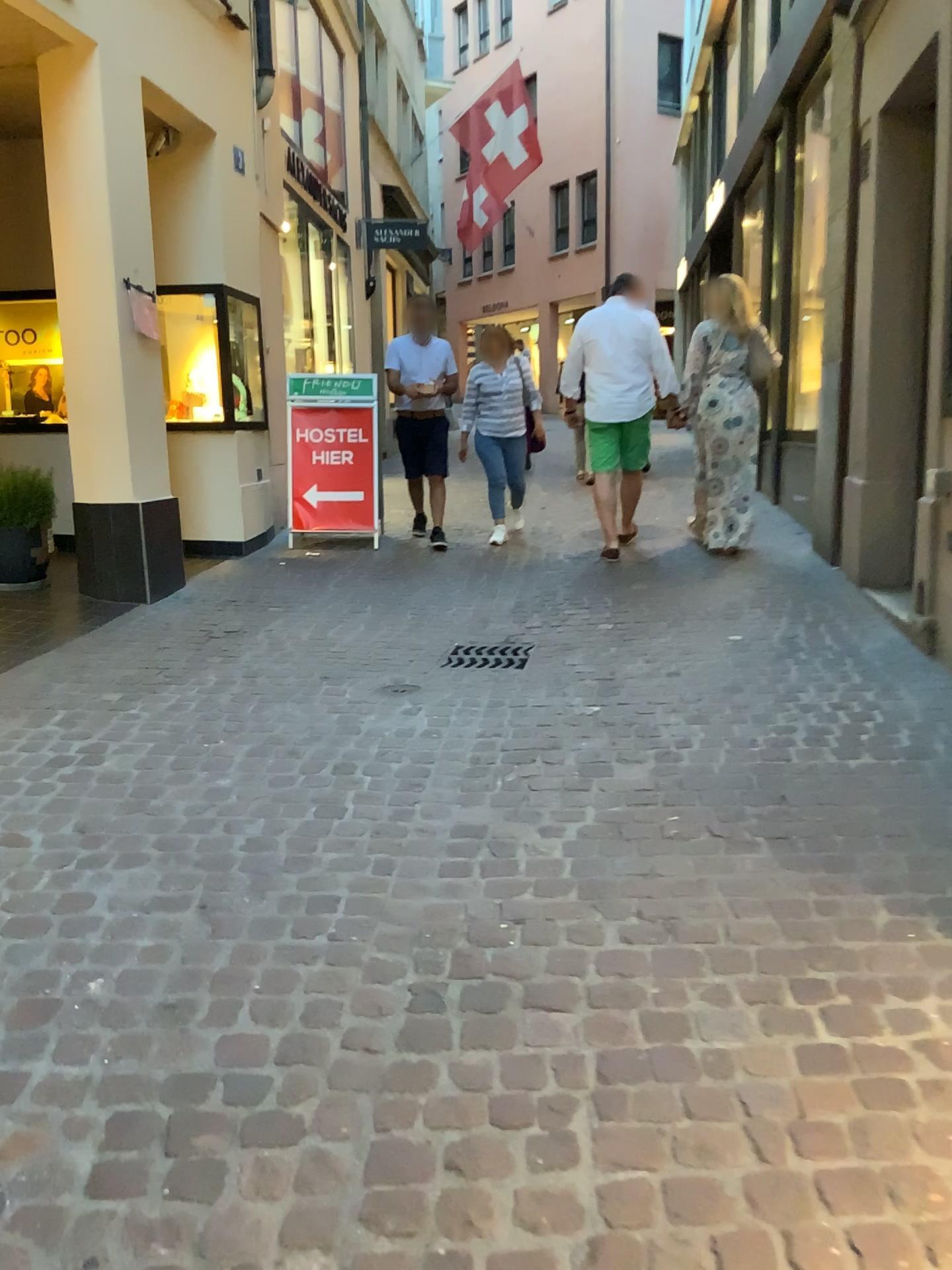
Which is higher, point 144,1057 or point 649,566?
point 649,566
